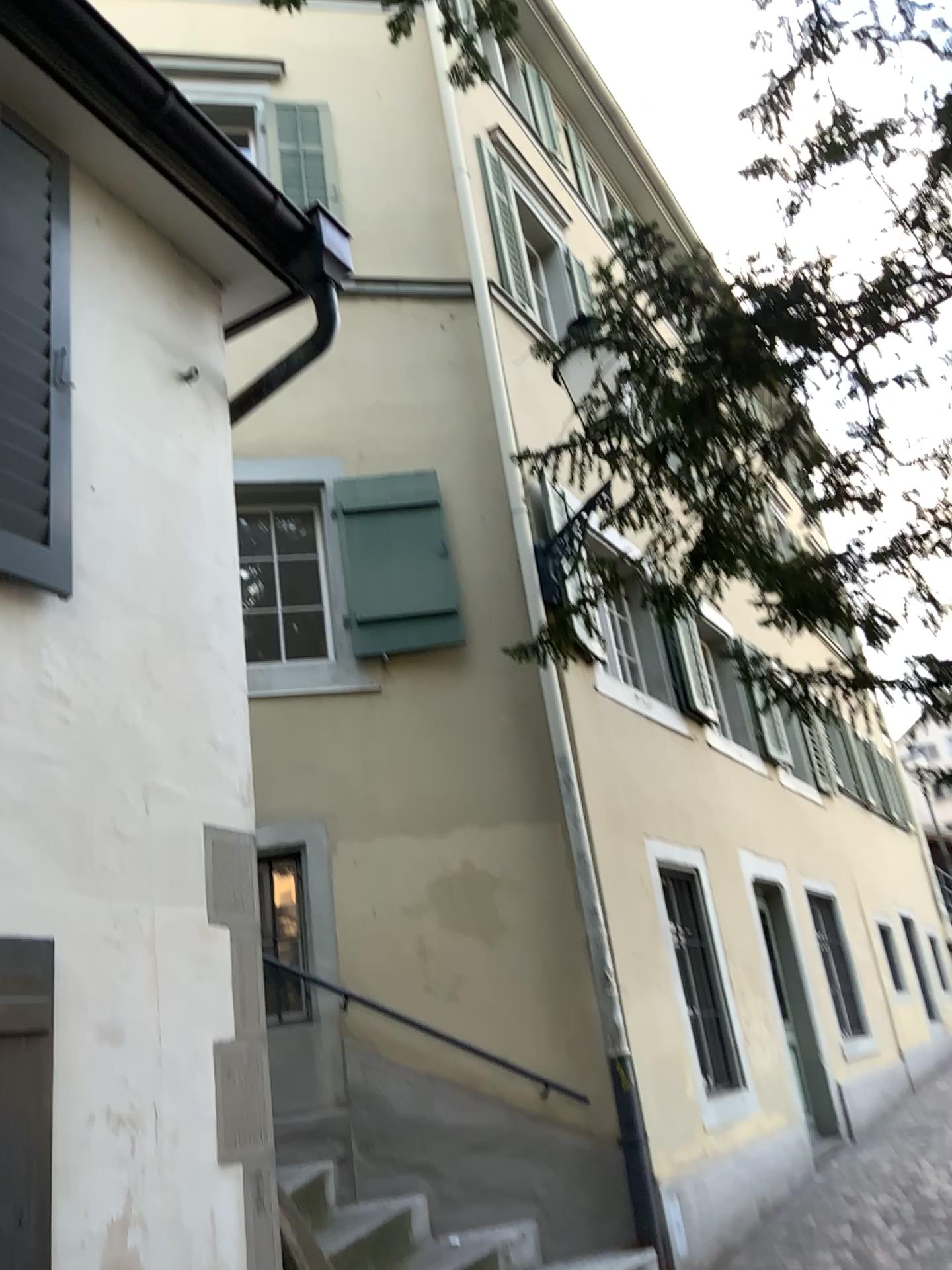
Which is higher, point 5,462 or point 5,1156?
point 5,462

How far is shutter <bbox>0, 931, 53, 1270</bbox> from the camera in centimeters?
230cm

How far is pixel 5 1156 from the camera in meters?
2.3 m

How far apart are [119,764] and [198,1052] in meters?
0.8 m

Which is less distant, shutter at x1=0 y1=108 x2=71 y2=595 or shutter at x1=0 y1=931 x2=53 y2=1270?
shutter at x1=0 y1=931 x2=53 y2=1270

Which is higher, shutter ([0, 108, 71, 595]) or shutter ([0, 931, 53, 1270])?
shutter ([0, 108, 71, 595])

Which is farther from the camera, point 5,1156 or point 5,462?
point 5,462
